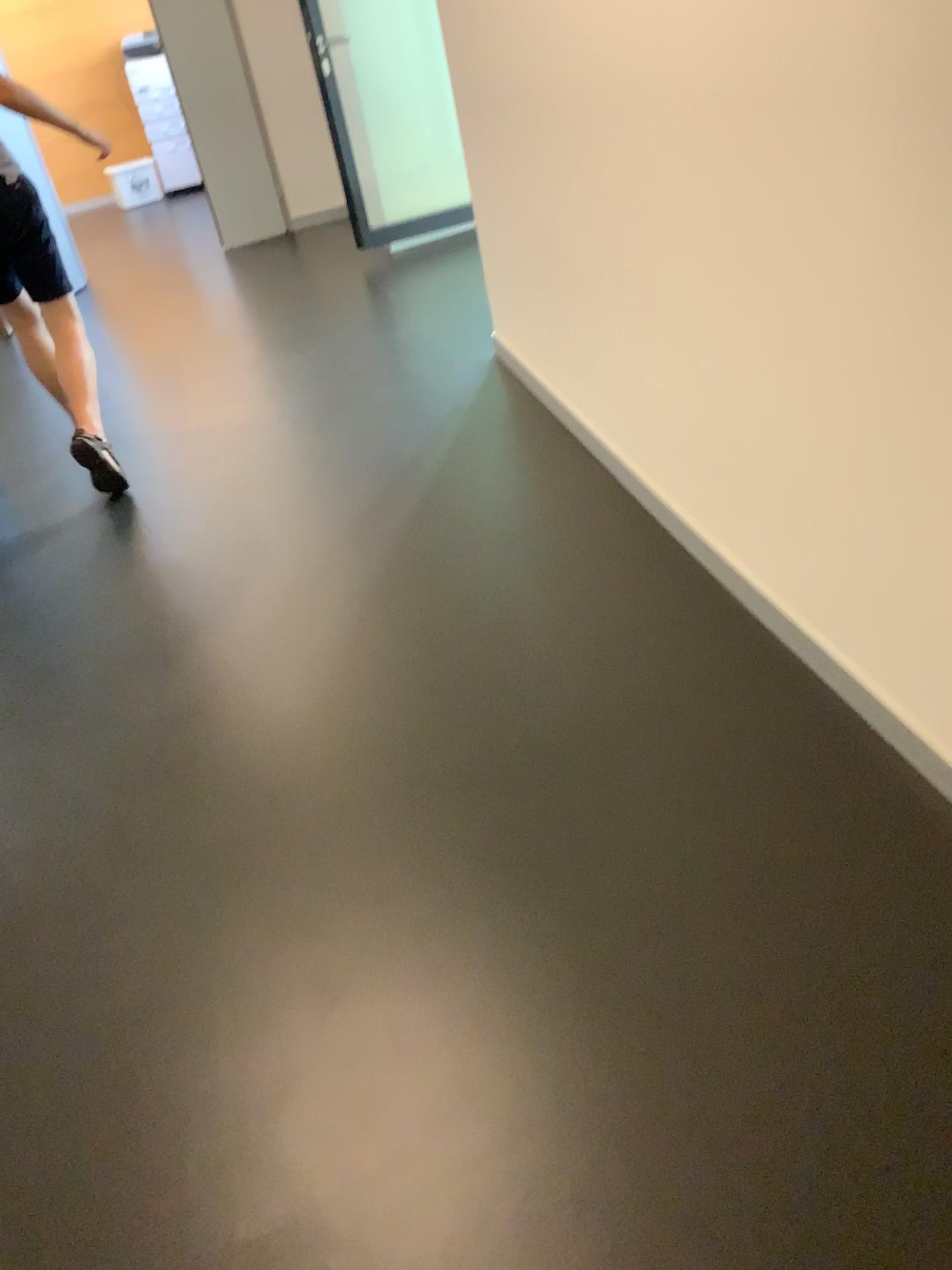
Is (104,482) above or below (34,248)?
below

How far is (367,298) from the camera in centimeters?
521cm
